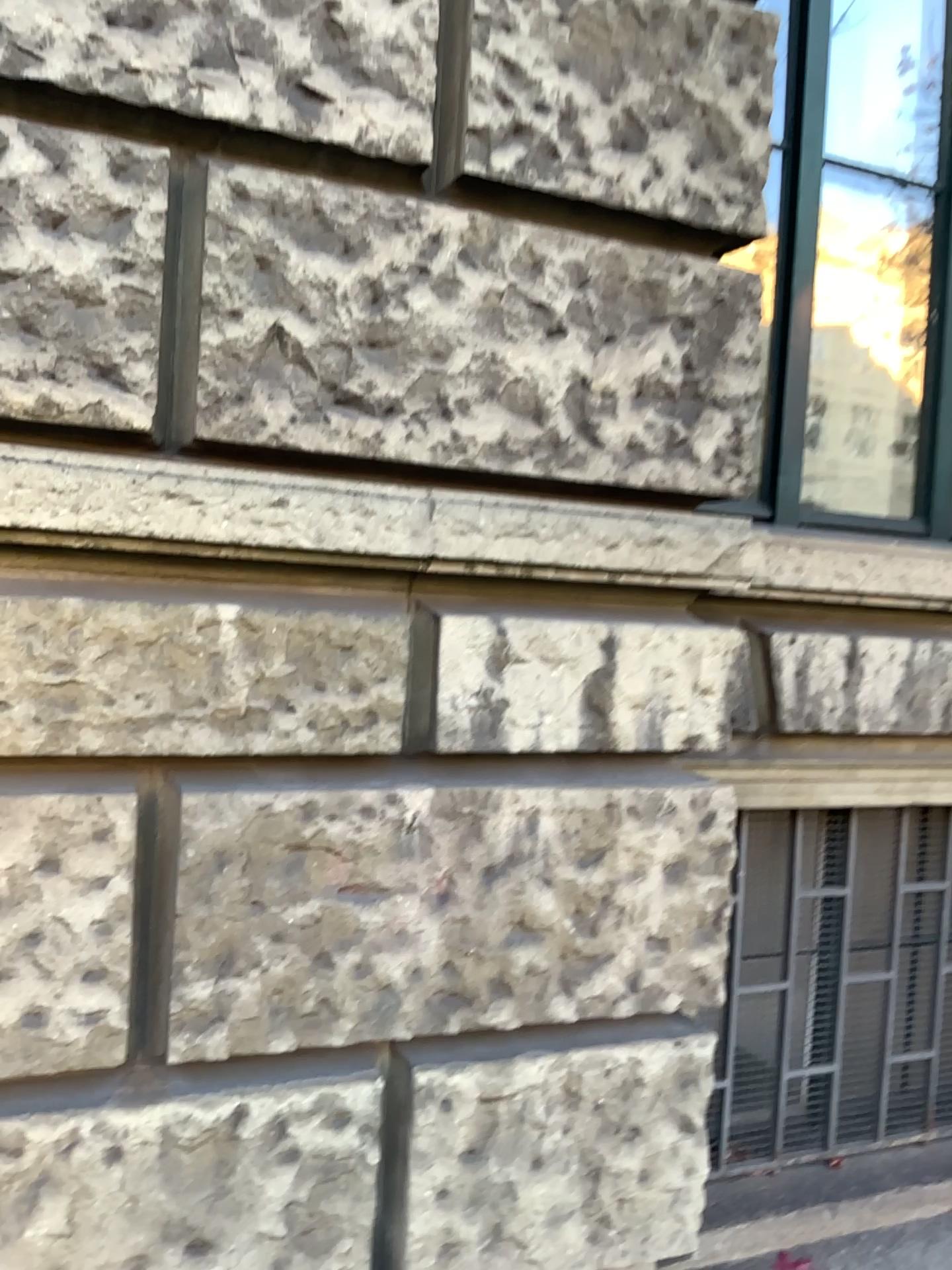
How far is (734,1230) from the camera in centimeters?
260cm

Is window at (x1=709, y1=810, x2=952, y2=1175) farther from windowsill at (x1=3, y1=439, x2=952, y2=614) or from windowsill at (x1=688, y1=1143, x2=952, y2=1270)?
windowsill at (x1=3, y1=439, x2=952, y2=614)

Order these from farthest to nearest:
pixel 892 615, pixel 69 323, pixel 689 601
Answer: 1. pixel 892 615
2. pixel 689 601
3. pixel 69 323

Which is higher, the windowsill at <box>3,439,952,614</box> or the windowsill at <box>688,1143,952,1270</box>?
the windowsill at <box>3,439,952,614</box>

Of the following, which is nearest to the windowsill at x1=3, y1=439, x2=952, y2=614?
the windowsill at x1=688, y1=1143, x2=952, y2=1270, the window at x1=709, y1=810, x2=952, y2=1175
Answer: the window at x1=709, y1=810, x2=952, y2=1175

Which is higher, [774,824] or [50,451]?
[50,451]

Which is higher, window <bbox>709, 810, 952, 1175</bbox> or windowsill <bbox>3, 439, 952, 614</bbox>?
windowsill <bbox>3, 439, 952, 614</bbox>

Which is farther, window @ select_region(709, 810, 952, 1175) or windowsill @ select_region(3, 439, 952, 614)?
window @ select_region(709, 810, 952, 1175)

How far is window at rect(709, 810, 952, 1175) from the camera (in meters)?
2.80

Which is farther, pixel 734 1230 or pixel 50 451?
pixel 734 1230
